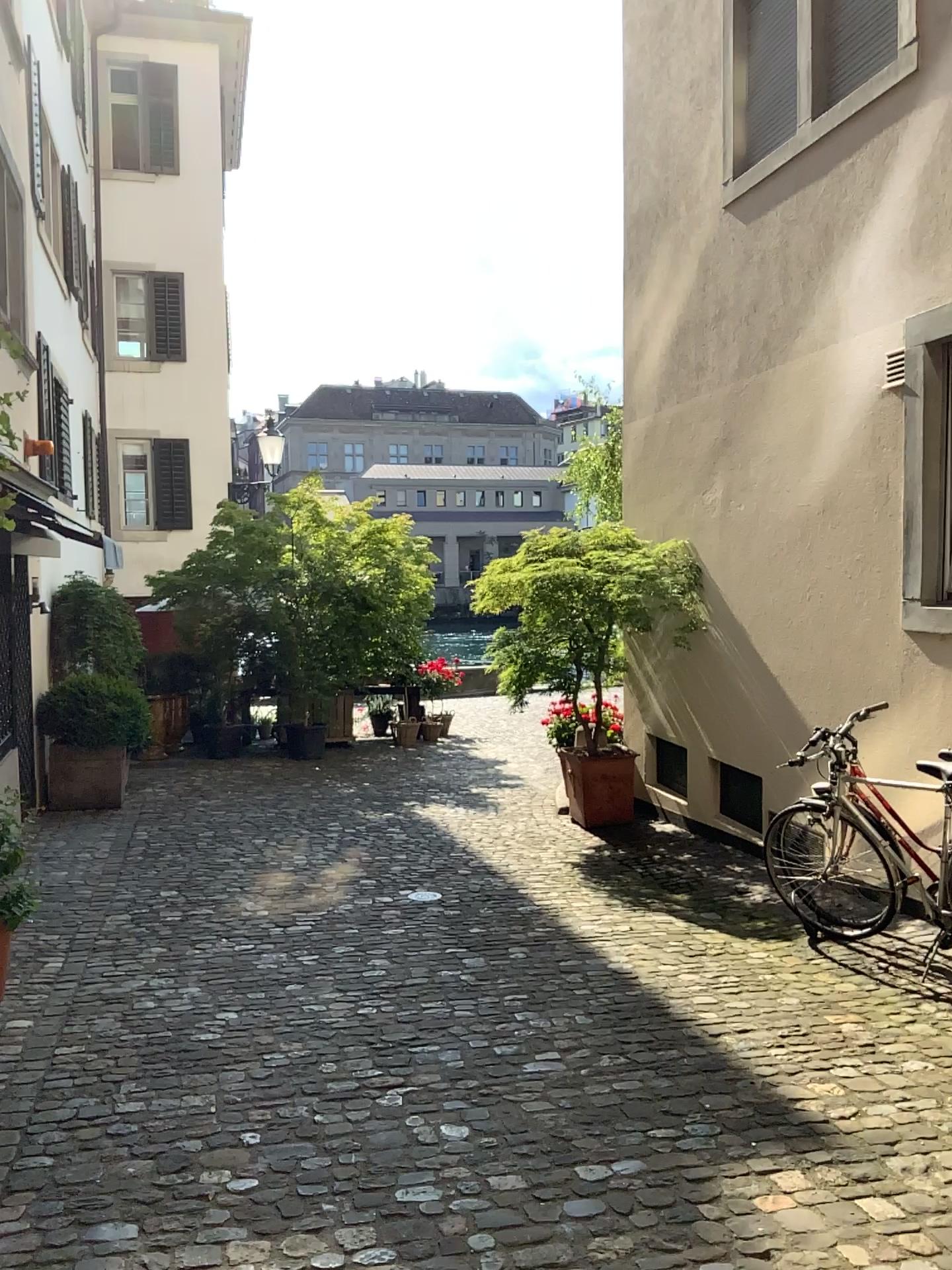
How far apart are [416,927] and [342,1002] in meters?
1.1
